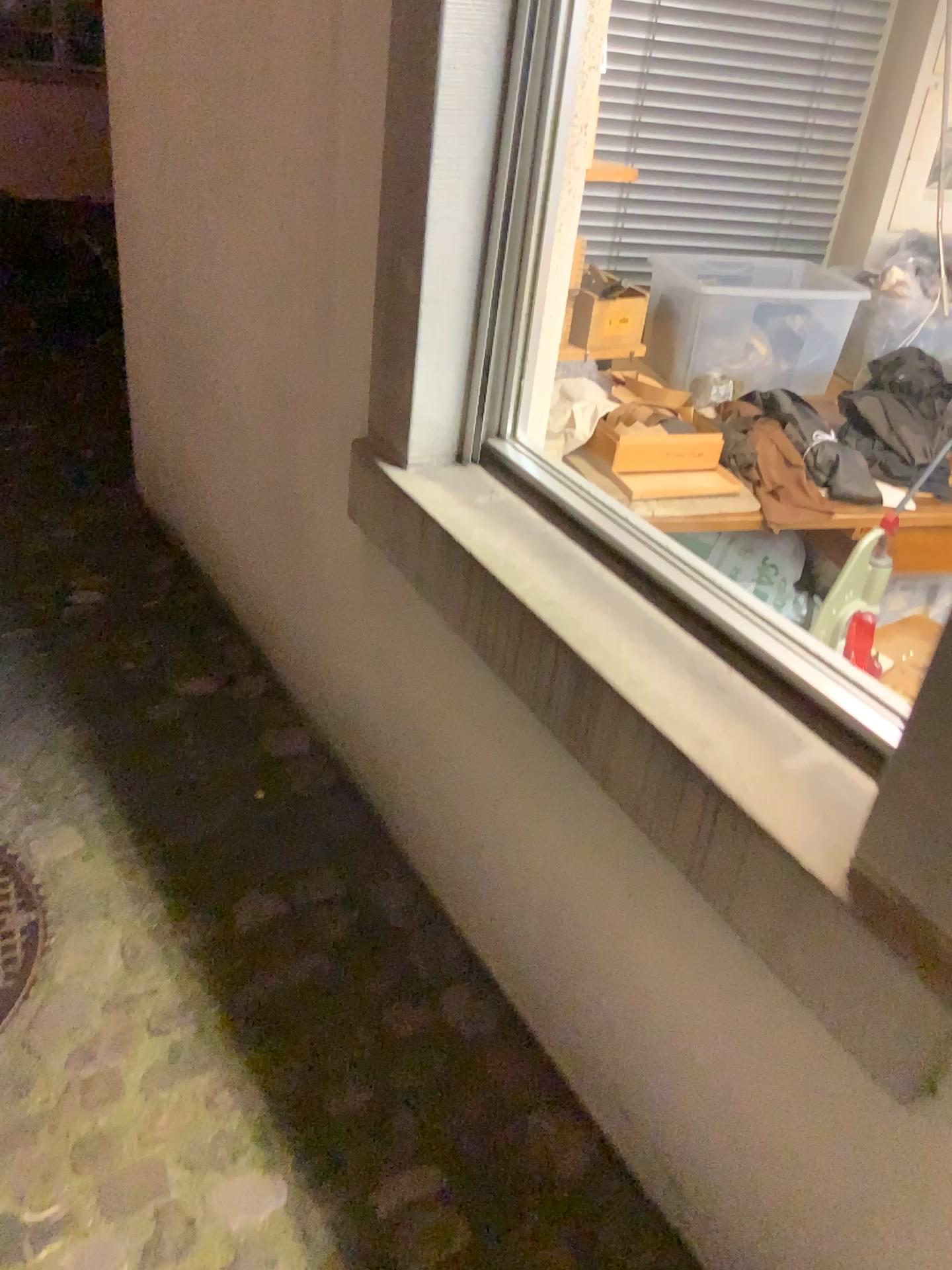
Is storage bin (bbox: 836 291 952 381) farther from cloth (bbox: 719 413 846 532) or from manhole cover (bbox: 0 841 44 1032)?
manhole cover (bbox: 0 841 44 1032)

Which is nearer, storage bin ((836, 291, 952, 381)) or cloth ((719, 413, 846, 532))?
cloth ((719, 413, 846, 532))

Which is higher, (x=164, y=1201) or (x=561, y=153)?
(x=561, y=153)

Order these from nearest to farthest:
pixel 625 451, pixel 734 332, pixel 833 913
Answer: pixel 833 913, pixel 625 451, pixel 734 332

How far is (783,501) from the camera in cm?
234

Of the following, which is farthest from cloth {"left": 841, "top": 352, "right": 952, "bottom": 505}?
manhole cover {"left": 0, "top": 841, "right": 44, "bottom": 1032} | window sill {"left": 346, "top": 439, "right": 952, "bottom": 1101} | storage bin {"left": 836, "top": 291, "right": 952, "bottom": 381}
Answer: manhole cover {"left": 0, "top": 841, "right": 44, "bottom": 1032}

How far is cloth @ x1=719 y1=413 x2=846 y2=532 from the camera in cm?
234

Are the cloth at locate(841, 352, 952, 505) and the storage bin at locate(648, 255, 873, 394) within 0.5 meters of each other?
yes

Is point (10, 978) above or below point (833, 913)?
below

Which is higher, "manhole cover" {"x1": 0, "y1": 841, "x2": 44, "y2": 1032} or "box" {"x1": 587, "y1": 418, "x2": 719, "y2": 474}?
"box" {"x1": 587, "y1": 418, "x2": 719, "y2": 474}
